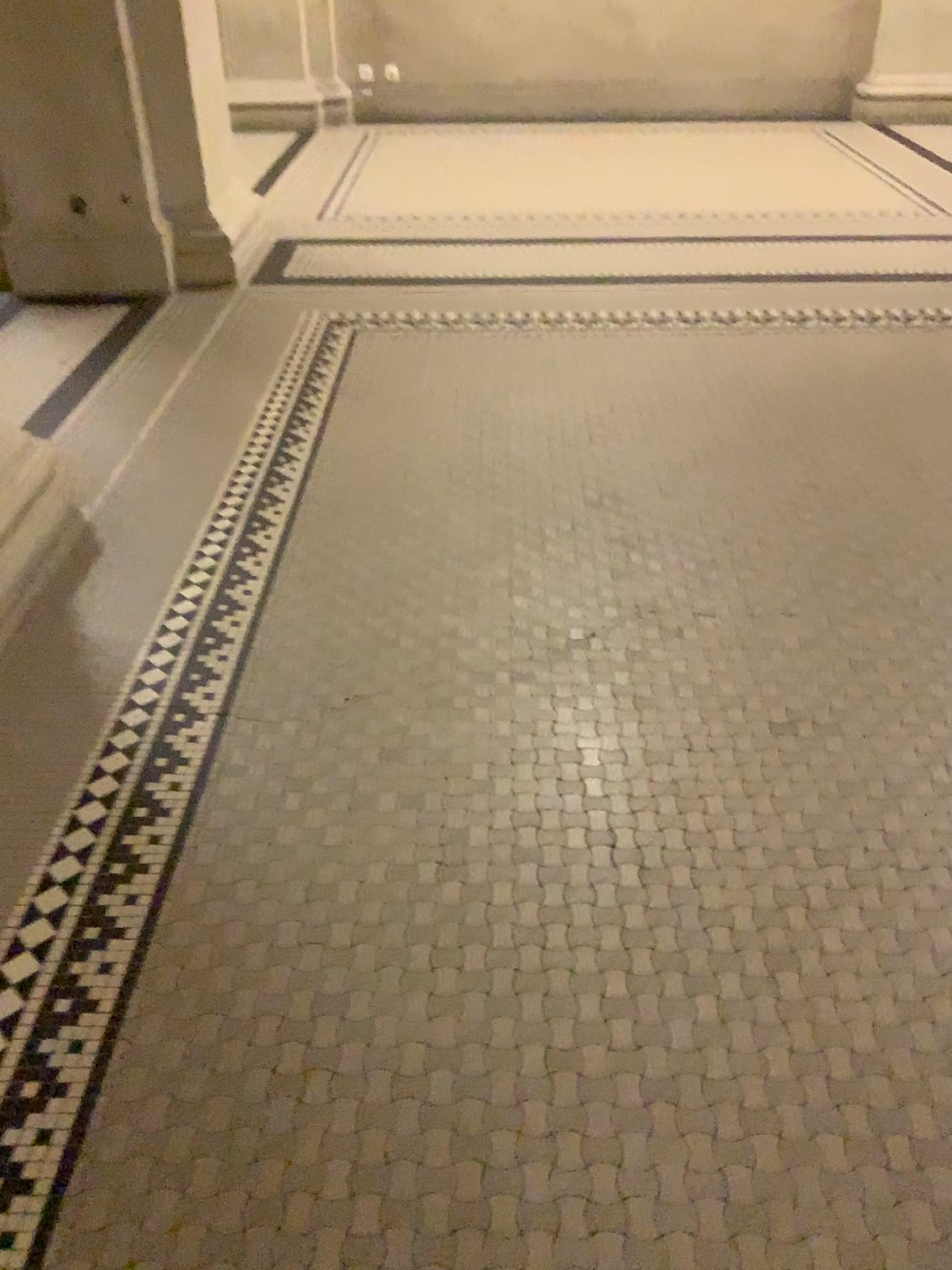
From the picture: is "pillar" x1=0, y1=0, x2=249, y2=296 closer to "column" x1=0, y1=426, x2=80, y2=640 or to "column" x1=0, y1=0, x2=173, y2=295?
"column" x1=0, y1=0, x2=173, y2=295

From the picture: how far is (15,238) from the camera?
4.0 meters

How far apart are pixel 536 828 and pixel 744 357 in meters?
2.3

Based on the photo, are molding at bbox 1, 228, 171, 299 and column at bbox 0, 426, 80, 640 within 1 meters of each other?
no

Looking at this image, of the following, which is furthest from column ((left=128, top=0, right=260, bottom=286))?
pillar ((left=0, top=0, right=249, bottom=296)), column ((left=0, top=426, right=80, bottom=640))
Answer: column ((left=0, top=426, right=80, bottom=640))

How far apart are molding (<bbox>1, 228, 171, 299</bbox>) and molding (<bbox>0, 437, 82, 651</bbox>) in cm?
180

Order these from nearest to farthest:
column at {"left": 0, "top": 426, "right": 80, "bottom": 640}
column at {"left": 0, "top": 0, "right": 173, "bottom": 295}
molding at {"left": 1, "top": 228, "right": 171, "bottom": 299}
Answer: column at {"left": 0, "top": 426, "right": 80, "bottom": 640} < column at {"left": 0, "top": 0, "right": 173, "bottom": 295} < molding at {"left": 1, "top": 228, "right": 171, "bottom": 299}

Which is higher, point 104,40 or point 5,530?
point 104,40

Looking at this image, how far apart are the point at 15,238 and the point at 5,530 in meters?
2.3 m

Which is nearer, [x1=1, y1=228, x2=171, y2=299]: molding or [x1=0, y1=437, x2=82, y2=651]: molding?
[x1=0, y1=437, x2=82, y2=651]: molding
